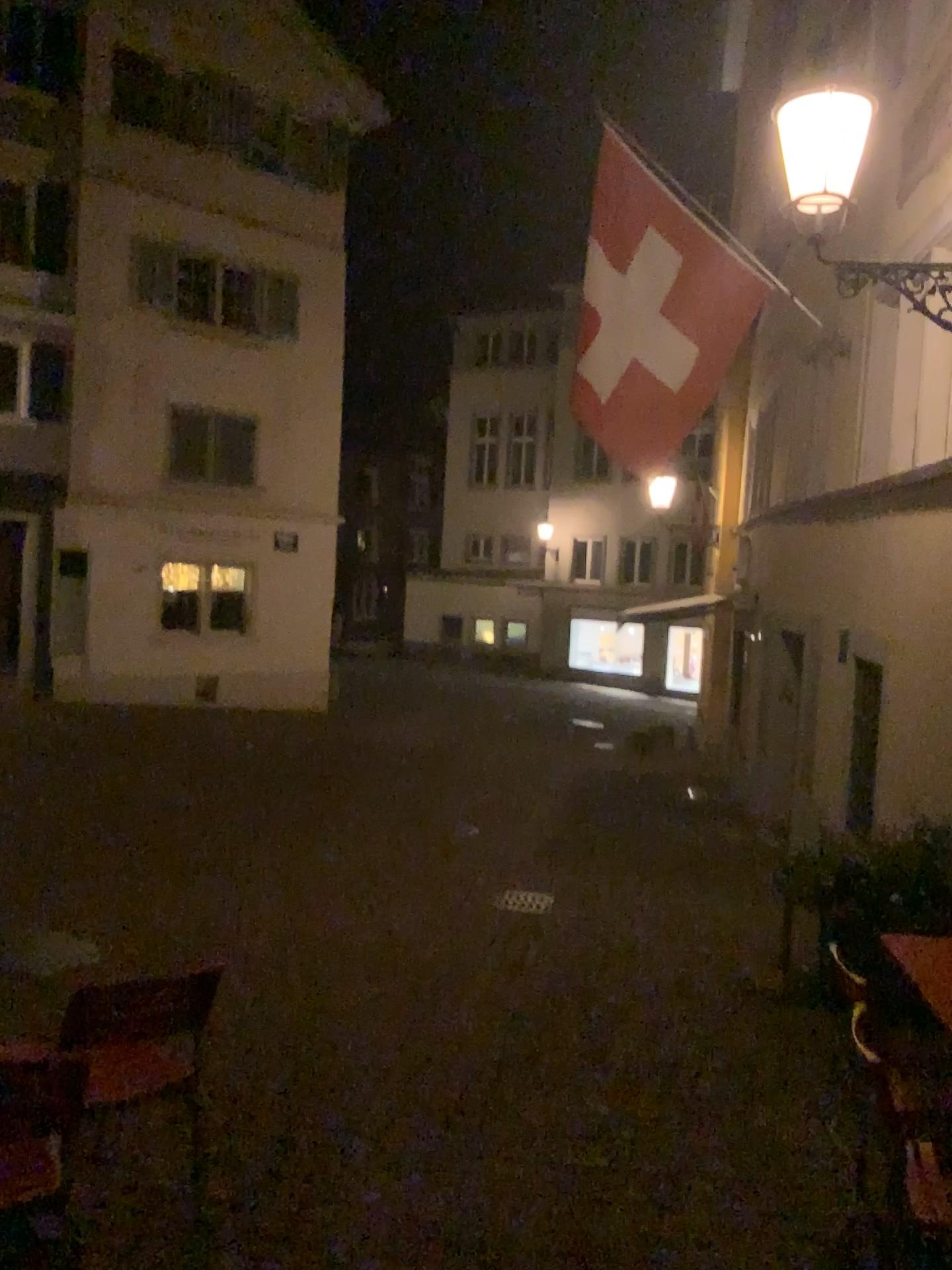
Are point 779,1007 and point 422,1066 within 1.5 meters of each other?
no
